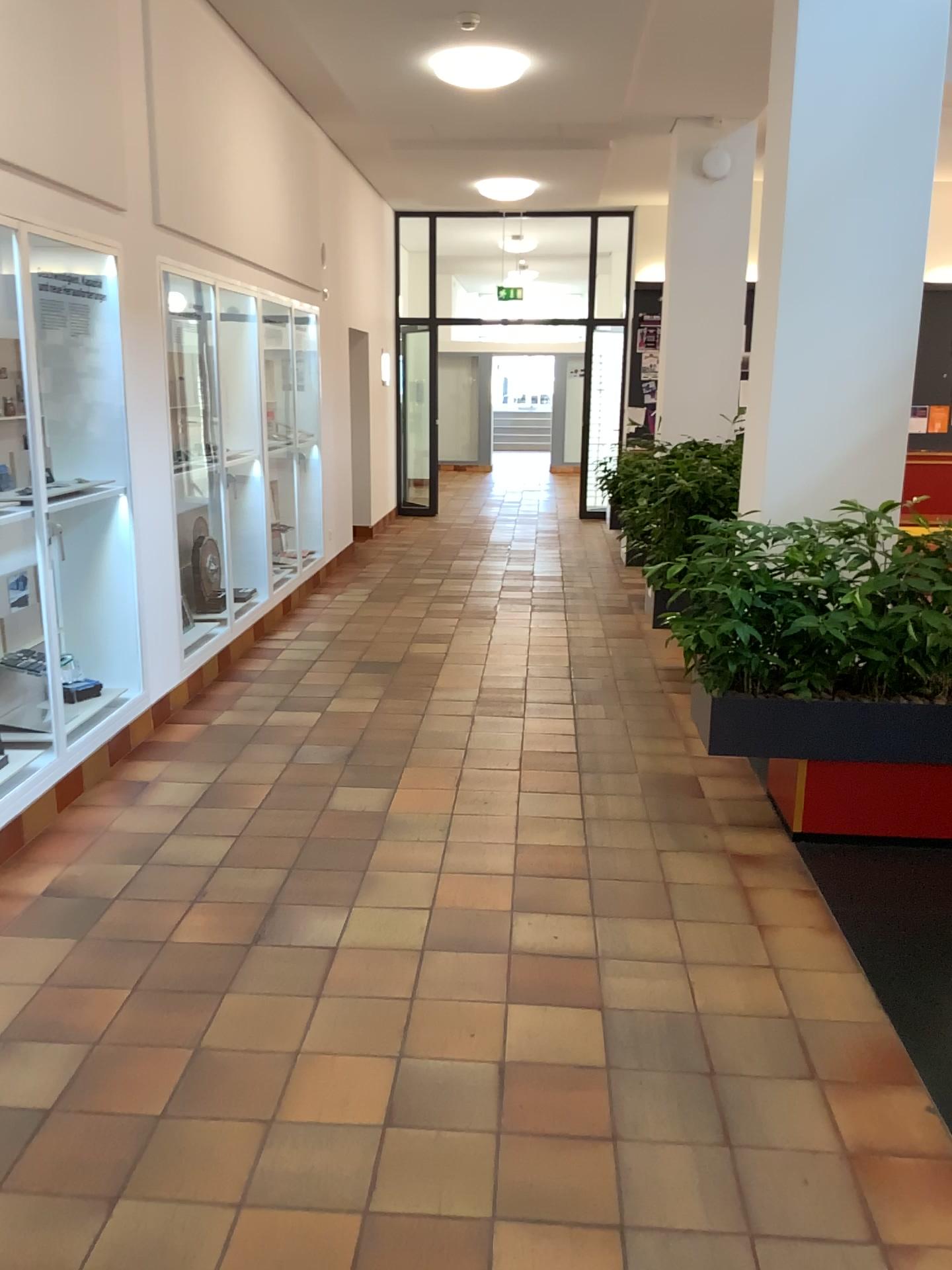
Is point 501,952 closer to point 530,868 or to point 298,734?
point 530,868

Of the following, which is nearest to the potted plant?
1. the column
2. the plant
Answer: the plant

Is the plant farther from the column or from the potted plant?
the column

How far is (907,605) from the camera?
3.7m

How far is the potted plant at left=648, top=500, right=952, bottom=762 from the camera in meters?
3.7 m

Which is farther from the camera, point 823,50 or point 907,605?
point 823,50

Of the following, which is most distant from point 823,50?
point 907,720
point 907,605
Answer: point 907,720

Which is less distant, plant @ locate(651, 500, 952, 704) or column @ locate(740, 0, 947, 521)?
plant @ locate(651, 500, 952, 704)

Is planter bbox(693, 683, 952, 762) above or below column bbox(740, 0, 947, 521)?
below

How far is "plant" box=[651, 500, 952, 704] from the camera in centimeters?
366cm
